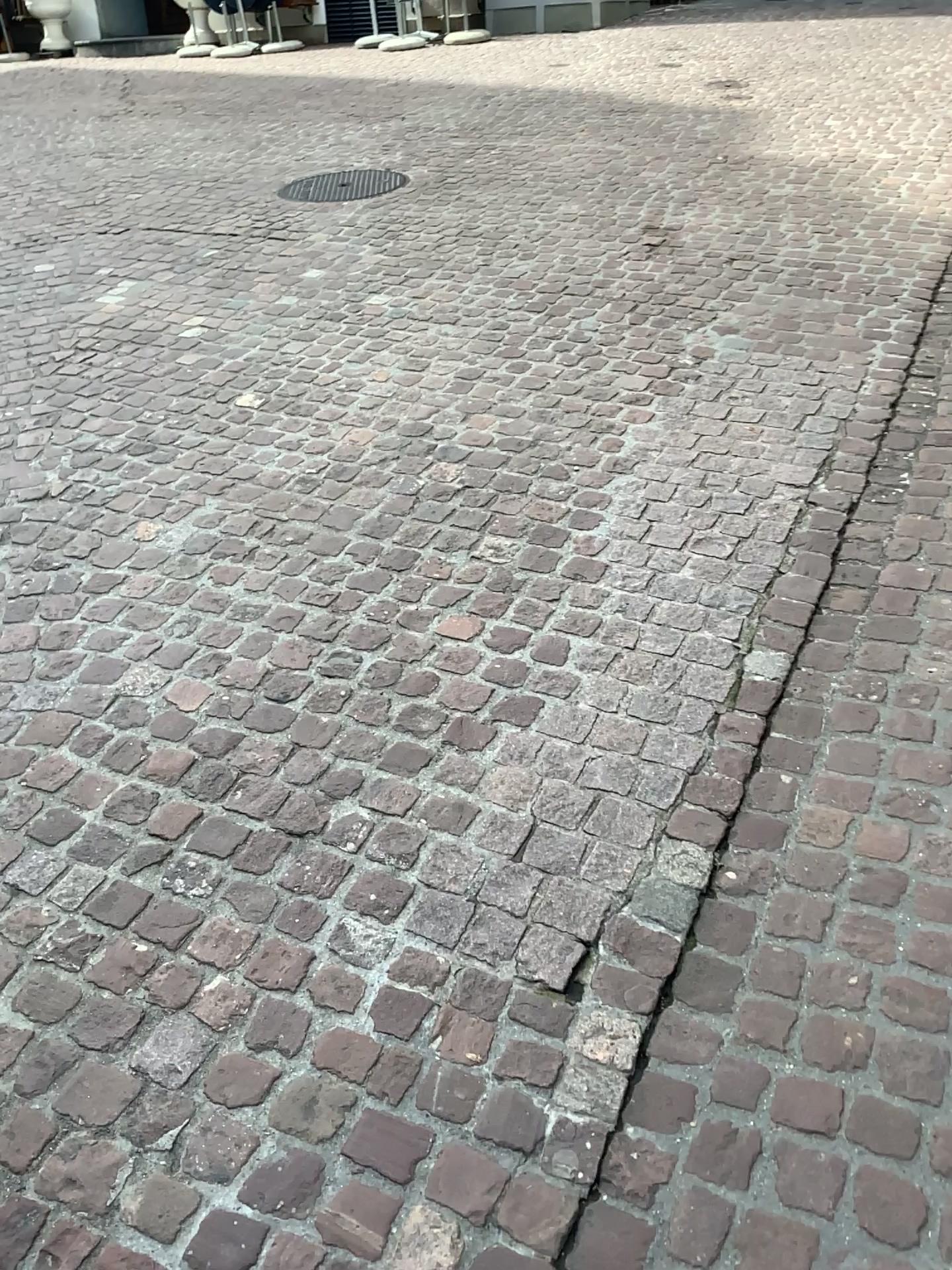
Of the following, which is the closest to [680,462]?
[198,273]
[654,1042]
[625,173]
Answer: [654,1042]
